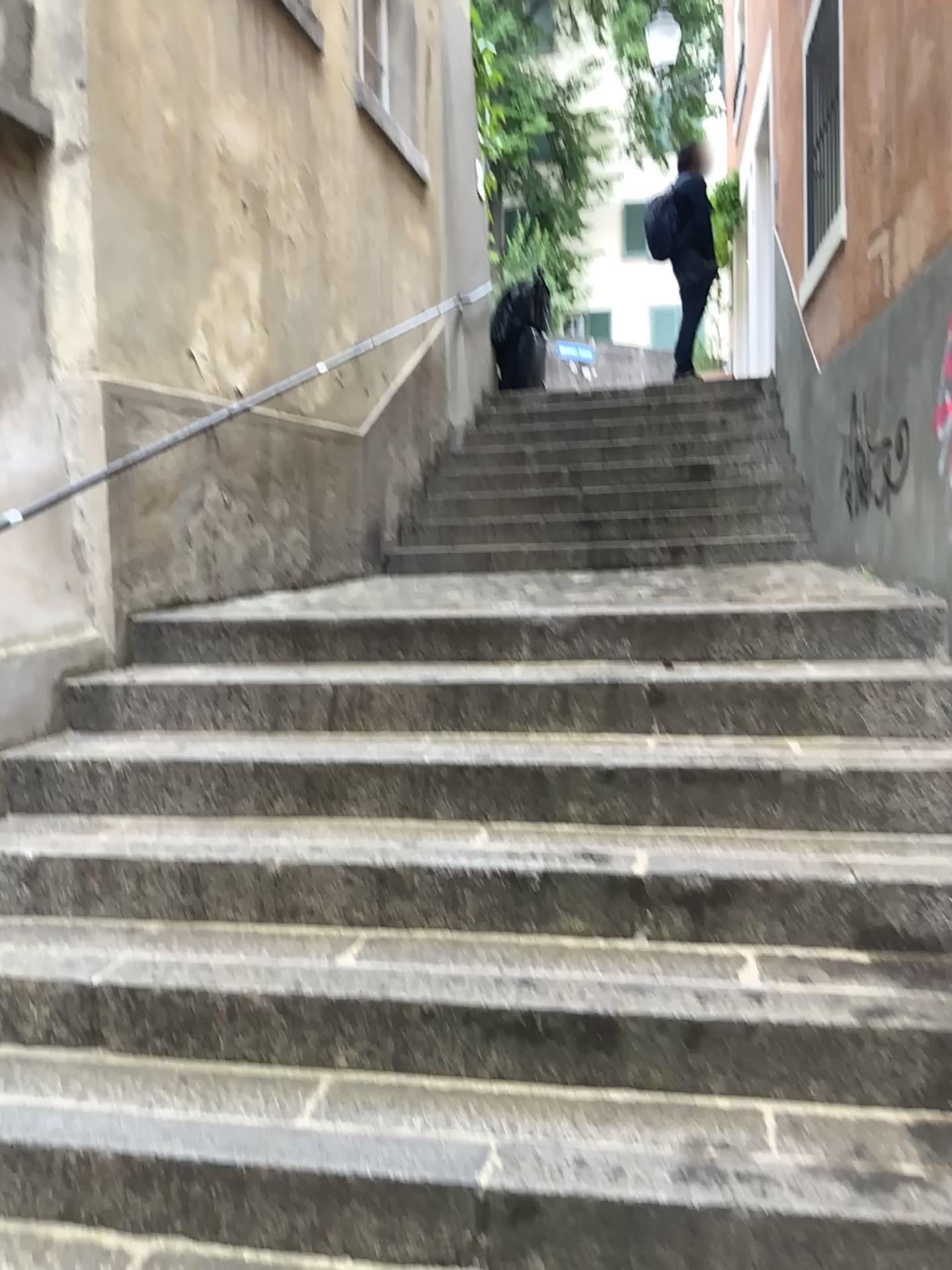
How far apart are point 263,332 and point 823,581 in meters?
2.5
